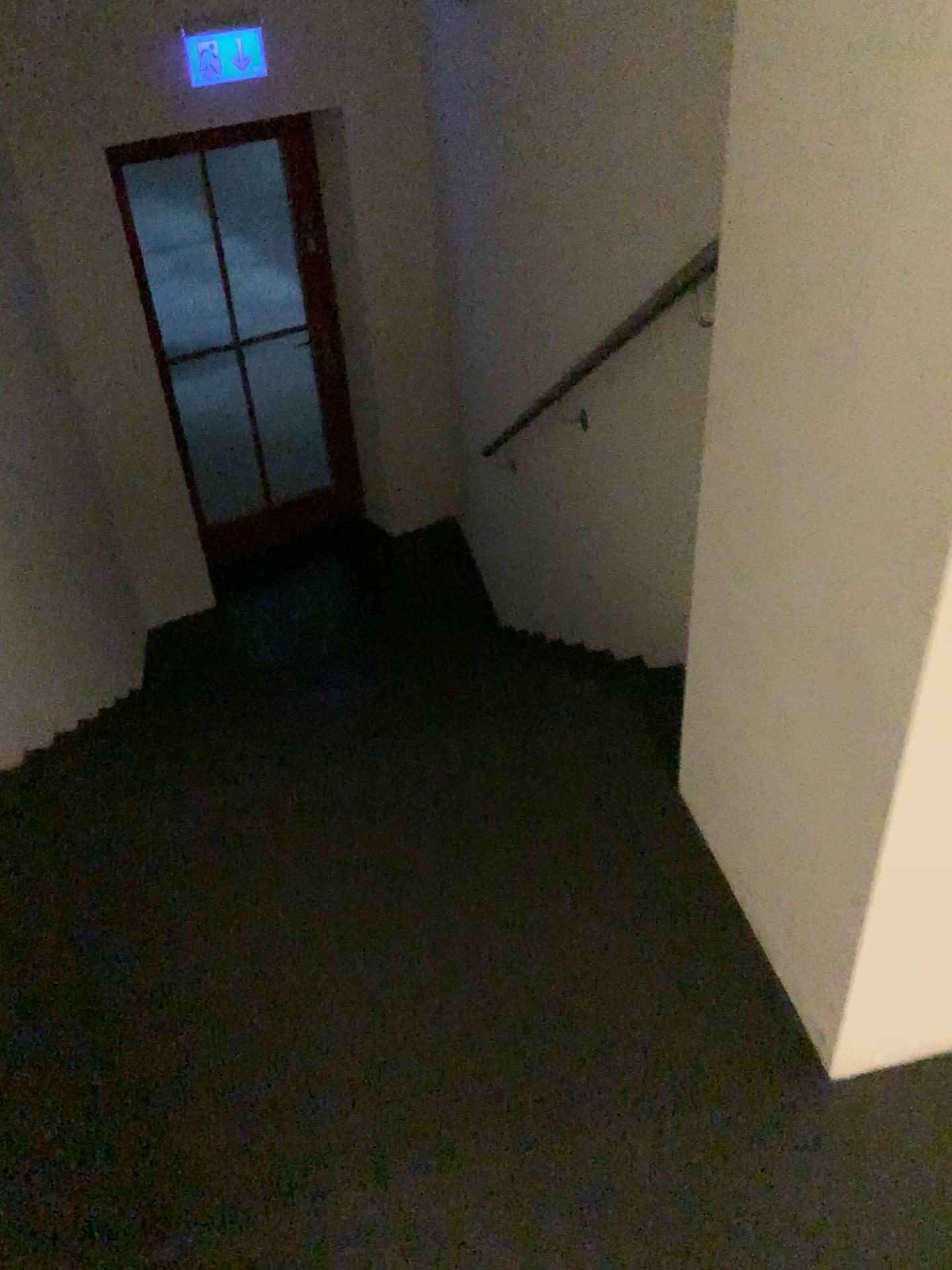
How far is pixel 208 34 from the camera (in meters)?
4.08

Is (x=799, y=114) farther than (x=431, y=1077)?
No

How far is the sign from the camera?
4.1 meters
